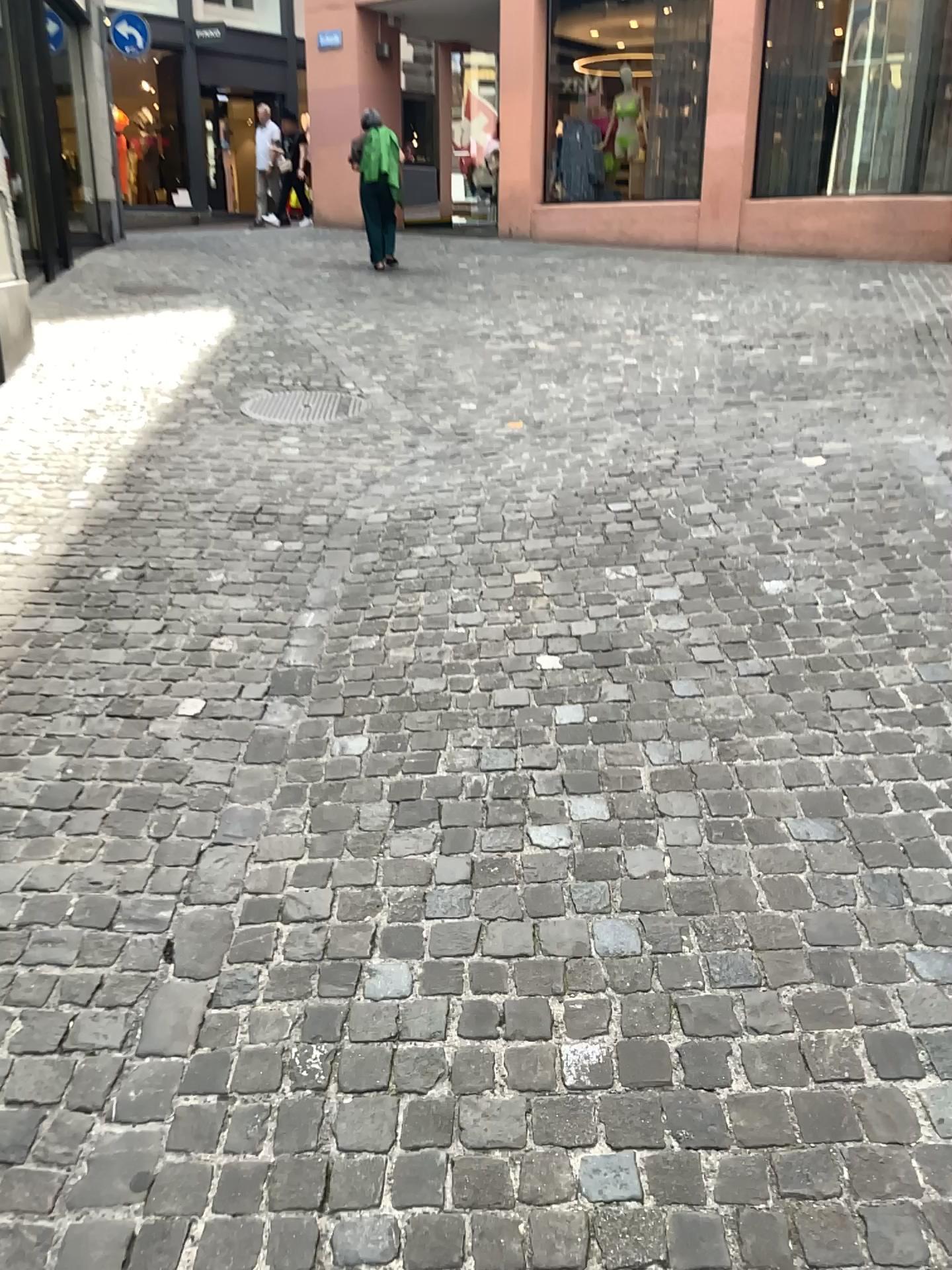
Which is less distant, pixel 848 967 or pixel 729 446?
pixel 848 967
